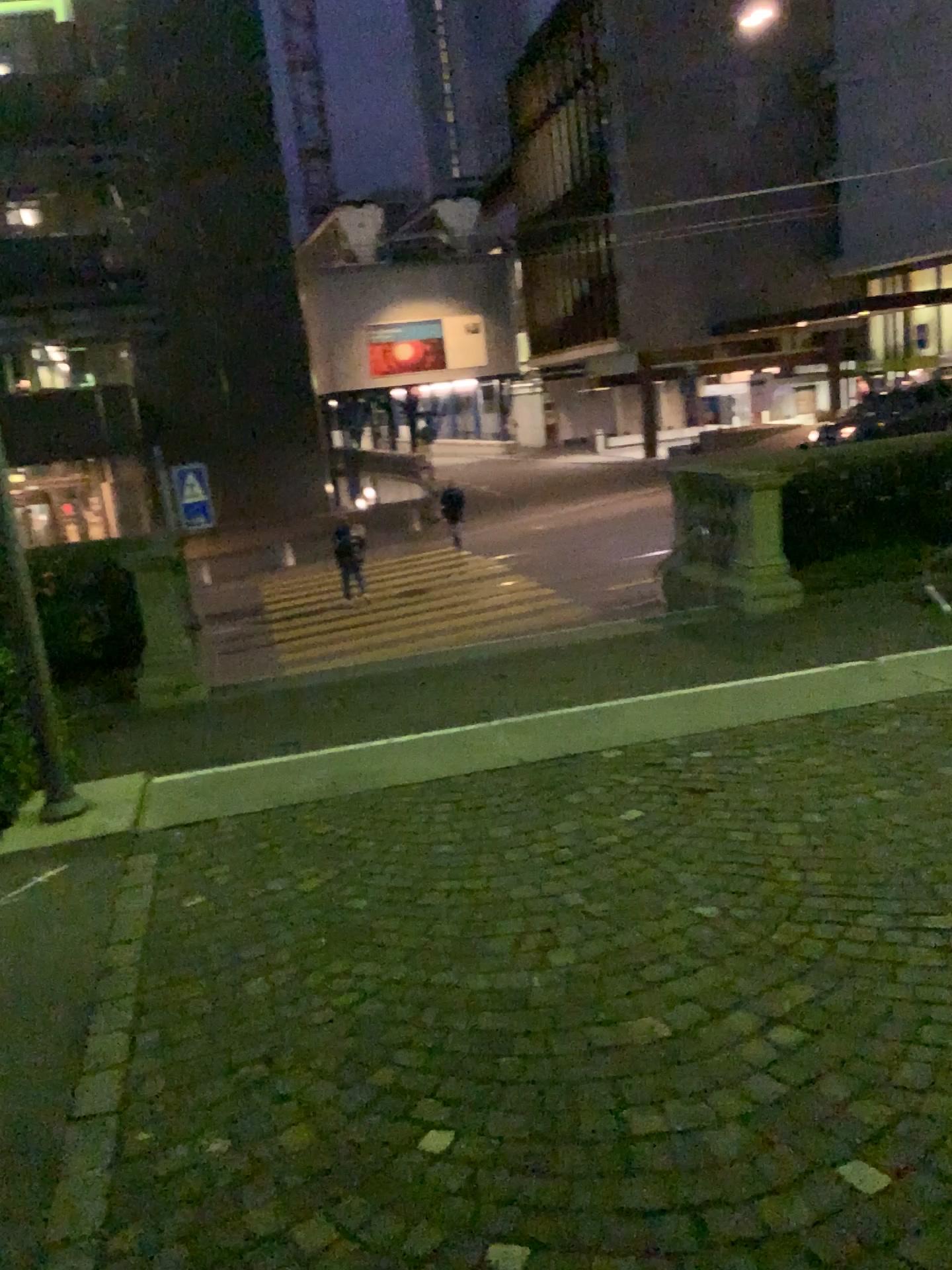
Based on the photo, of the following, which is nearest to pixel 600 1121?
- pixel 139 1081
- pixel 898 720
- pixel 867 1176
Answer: pixel 867 1176
